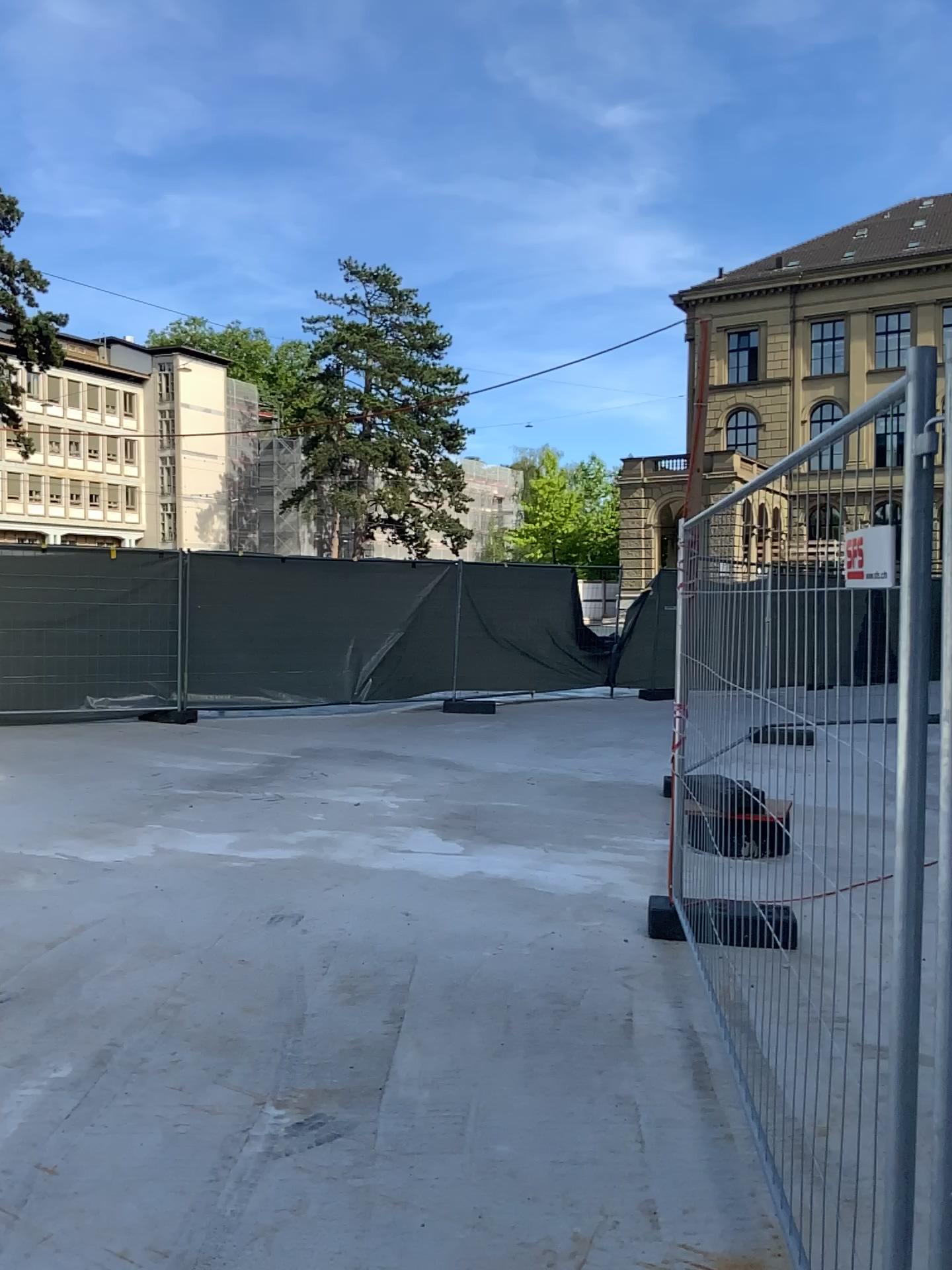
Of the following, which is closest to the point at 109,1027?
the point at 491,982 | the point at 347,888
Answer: the point at 491,982
